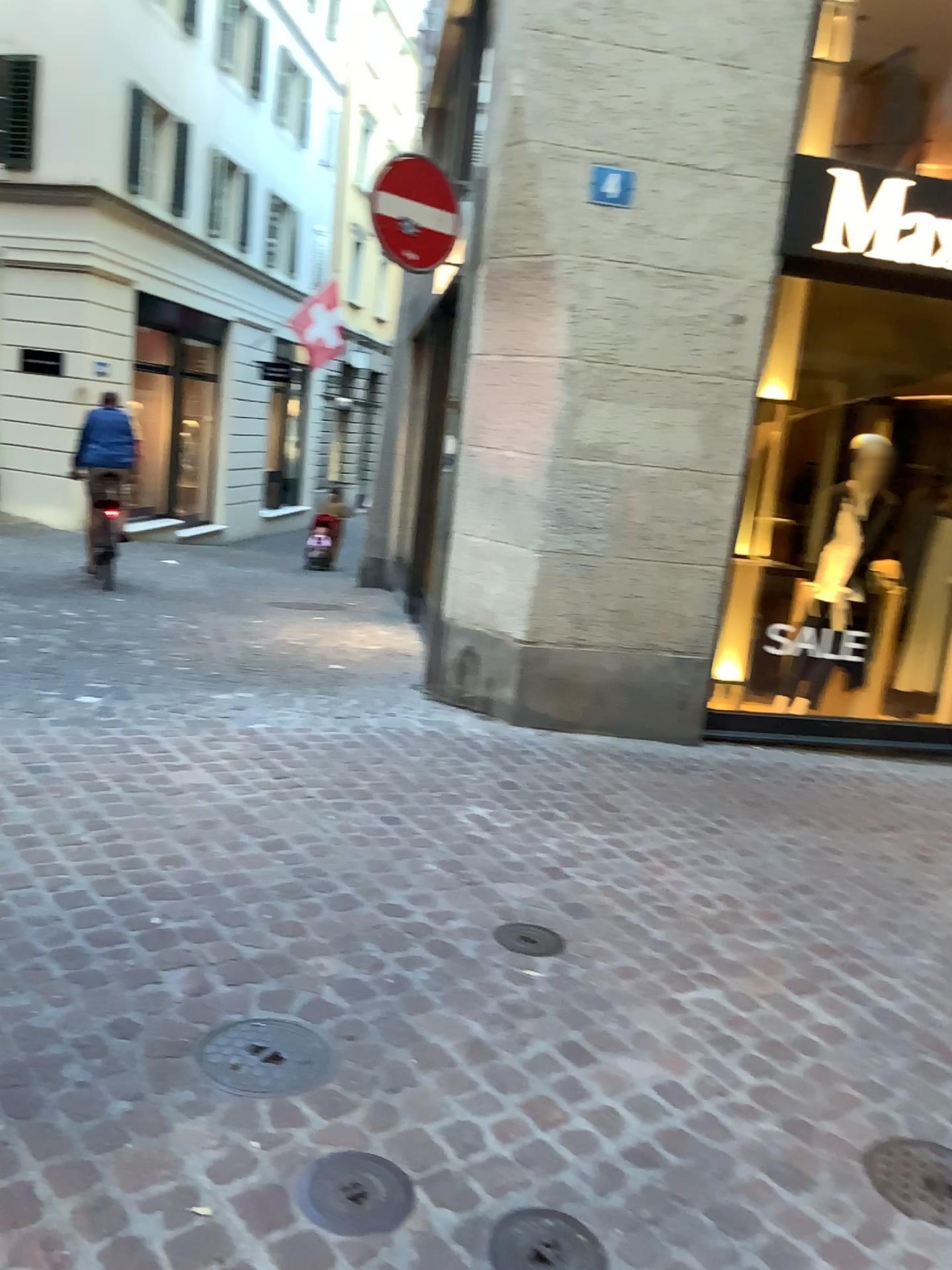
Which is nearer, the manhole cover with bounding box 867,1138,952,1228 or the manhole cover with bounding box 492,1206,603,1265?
the manhole cover with bounding box 492,1206,603,1265

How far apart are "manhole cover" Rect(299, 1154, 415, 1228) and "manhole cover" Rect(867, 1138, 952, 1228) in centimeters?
96cm

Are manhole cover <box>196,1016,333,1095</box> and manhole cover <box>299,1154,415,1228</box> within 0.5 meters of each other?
yes

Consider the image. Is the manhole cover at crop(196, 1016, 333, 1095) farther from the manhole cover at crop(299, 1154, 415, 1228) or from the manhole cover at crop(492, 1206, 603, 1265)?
the manhole cover at crop(492, 1206, 603, 1265)

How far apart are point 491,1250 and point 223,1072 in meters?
0.7 m

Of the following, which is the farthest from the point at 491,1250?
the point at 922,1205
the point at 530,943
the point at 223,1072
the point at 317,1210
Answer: the point at 530,943

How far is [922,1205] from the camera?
2.05m

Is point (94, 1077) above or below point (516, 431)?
below

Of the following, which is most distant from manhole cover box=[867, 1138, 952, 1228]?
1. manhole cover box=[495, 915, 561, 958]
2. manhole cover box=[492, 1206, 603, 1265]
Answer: manhole cover box=[495, 915, 561, 958]

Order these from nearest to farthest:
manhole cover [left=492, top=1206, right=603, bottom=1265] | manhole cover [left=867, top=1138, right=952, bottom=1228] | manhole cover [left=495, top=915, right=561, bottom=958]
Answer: manhole cover [left=492, top=1206, right=603, bottom=1265] < manhole cover [left=867, top=1138, right=952, bottom=1228] < manhole cover [left=495, top=915, right=561, bottom=958]
